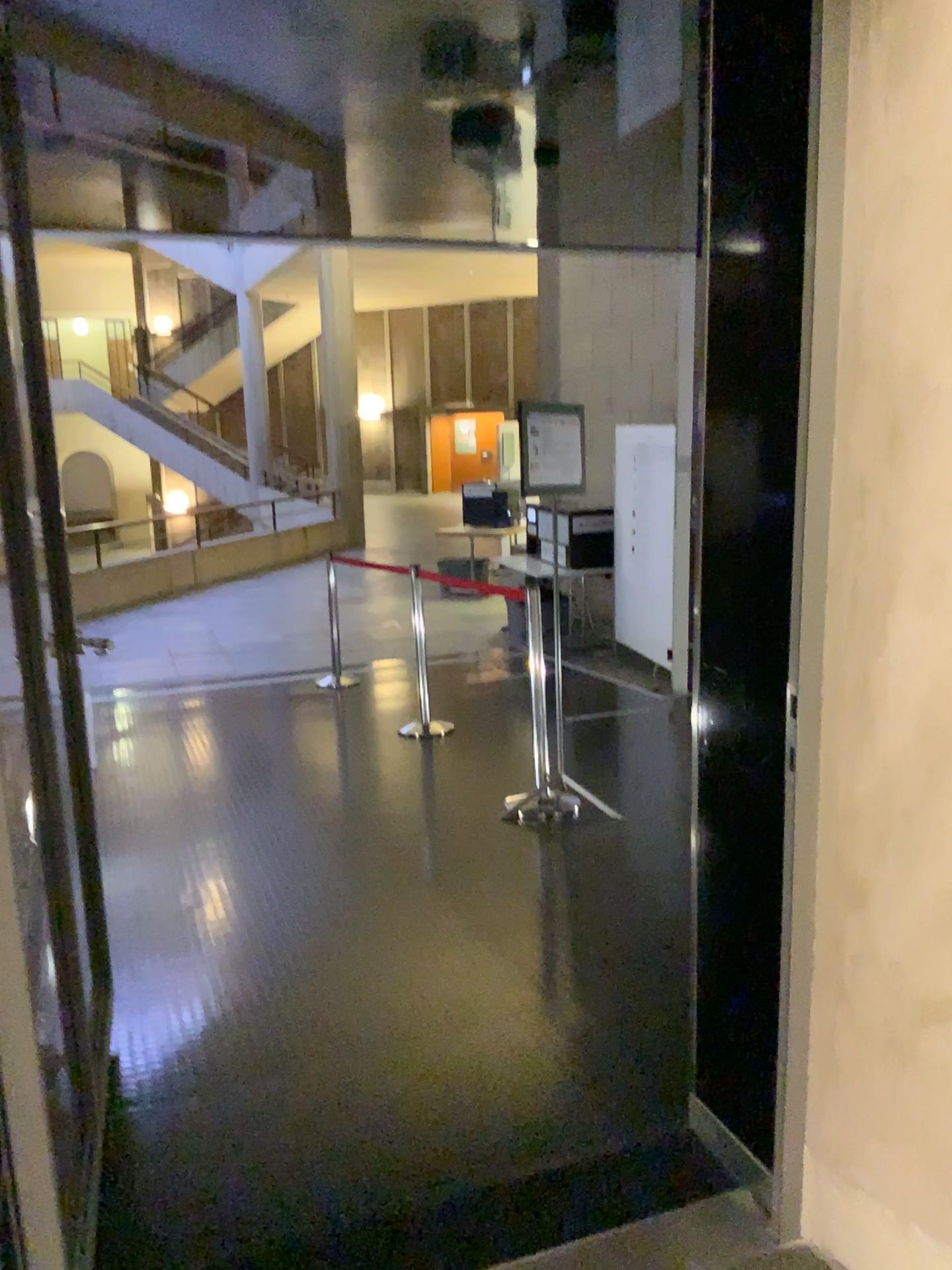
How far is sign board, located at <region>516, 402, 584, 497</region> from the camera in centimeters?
456cm

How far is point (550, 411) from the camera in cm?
456

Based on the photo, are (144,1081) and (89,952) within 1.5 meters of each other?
yes
